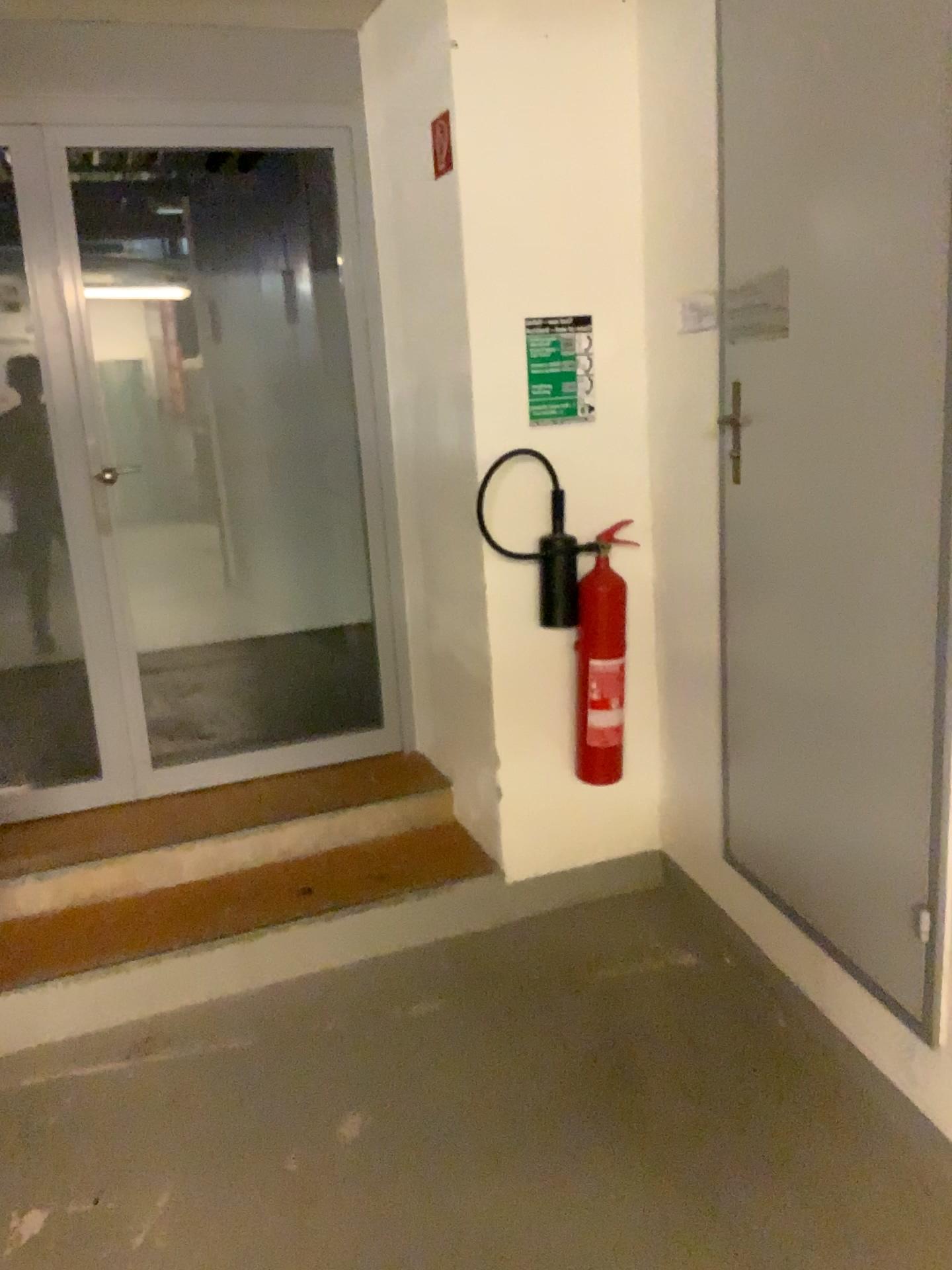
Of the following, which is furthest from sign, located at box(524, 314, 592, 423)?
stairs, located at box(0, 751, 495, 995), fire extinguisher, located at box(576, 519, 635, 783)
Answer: stairs, located at box(0, 751, 495, 995)

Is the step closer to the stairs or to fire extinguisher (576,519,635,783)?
the stairs

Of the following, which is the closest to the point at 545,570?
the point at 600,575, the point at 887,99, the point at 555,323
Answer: the point at 600,575

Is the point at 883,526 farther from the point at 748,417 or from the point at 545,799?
the point at 545,799

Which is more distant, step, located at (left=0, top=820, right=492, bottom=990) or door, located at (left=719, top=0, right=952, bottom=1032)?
step, located at (left=0, top=820, right=492, bottom=990)

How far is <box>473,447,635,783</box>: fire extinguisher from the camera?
2.9m

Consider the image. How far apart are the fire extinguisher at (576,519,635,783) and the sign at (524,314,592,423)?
0.3 meters

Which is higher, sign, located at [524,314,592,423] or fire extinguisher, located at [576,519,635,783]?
sign, located at [524,314,592,423]

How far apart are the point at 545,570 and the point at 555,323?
0.66m

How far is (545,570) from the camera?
2.9m
